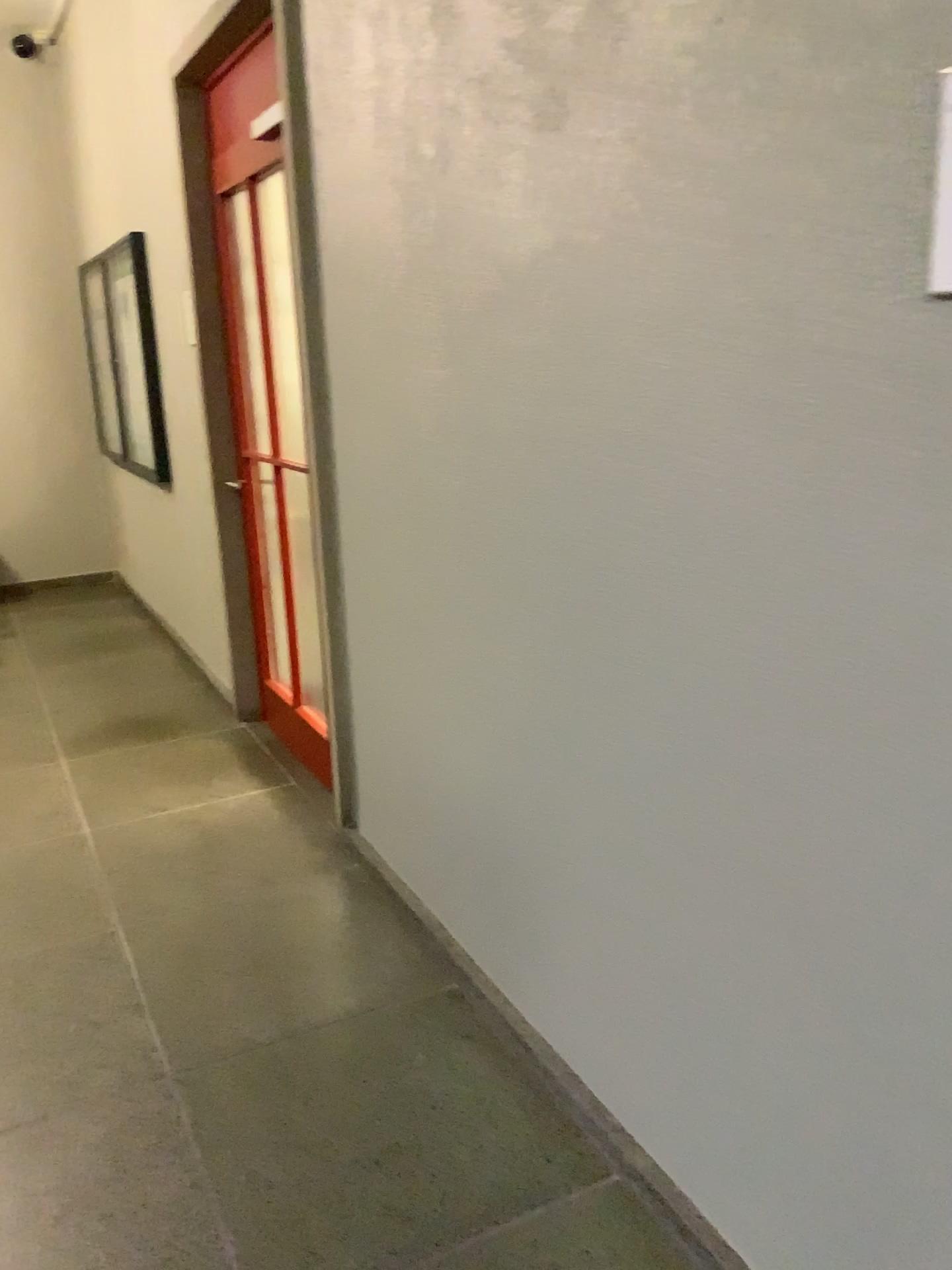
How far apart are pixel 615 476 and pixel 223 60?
2.7 meters
